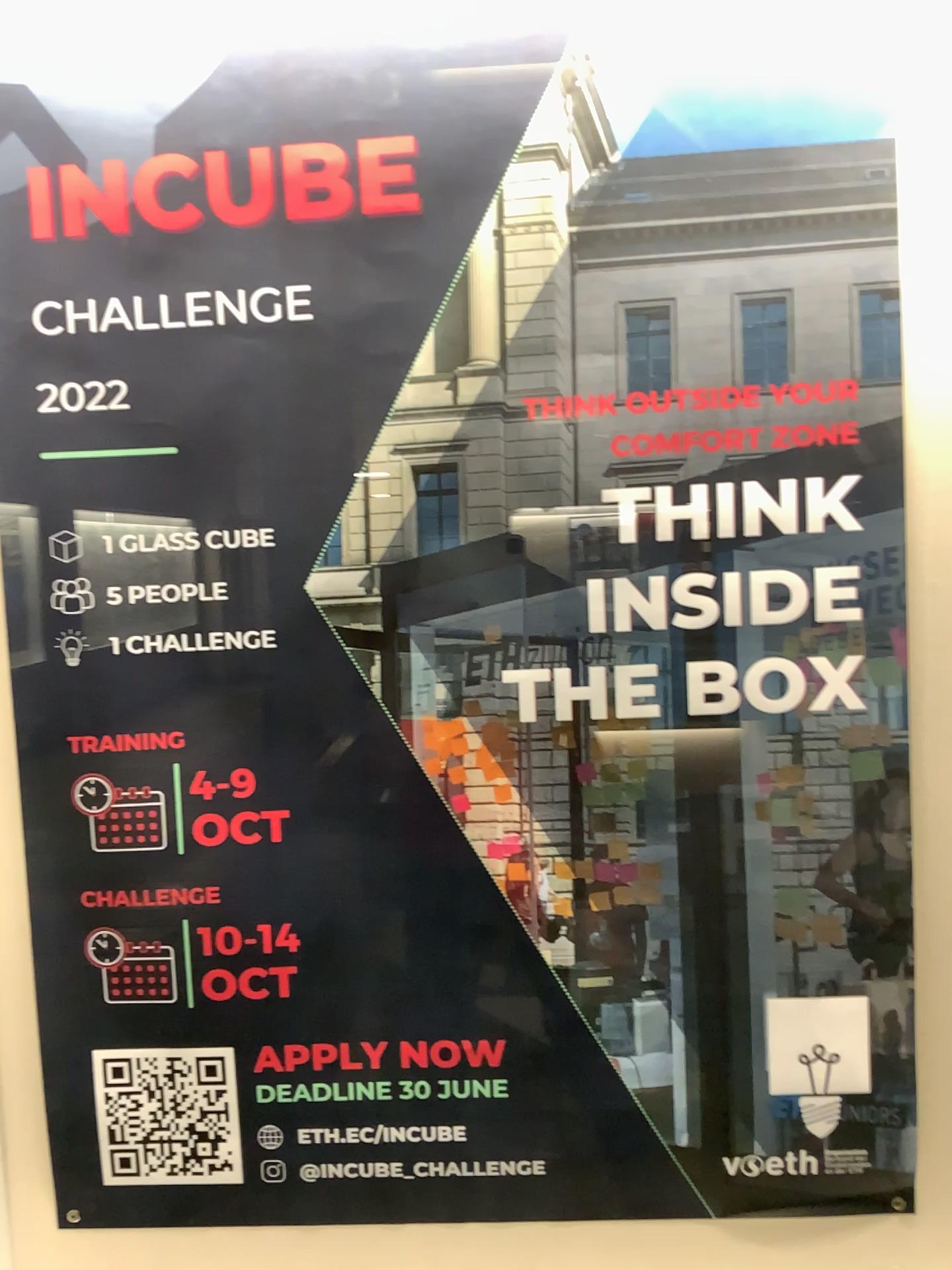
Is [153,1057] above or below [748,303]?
below

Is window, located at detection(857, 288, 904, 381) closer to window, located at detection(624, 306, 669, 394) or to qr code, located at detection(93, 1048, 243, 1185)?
window, located at detection(624, 306, 669, 394)

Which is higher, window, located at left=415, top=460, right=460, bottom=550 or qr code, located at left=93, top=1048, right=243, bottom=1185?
window, located at left=415, top=460, right=460, bottom=550

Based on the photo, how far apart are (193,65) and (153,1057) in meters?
0.9 m

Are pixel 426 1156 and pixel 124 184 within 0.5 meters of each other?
no

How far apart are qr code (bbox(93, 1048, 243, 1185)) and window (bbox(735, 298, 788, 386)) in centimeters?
82cm

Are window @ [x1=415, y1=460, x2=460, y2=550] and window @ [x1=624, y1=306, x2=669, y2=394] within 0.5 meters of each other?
yes

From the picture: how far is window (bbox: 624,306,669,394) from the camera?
0.95m

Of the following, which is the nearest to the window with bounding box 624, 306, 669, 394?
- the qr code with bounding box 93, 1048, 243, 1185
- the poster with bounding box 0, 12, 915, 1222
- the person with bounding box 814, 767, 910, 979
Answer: the poster with bounding box 0, 12, 915, 1222

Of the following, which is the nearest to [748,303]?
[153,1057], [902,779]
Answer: [902,779]
